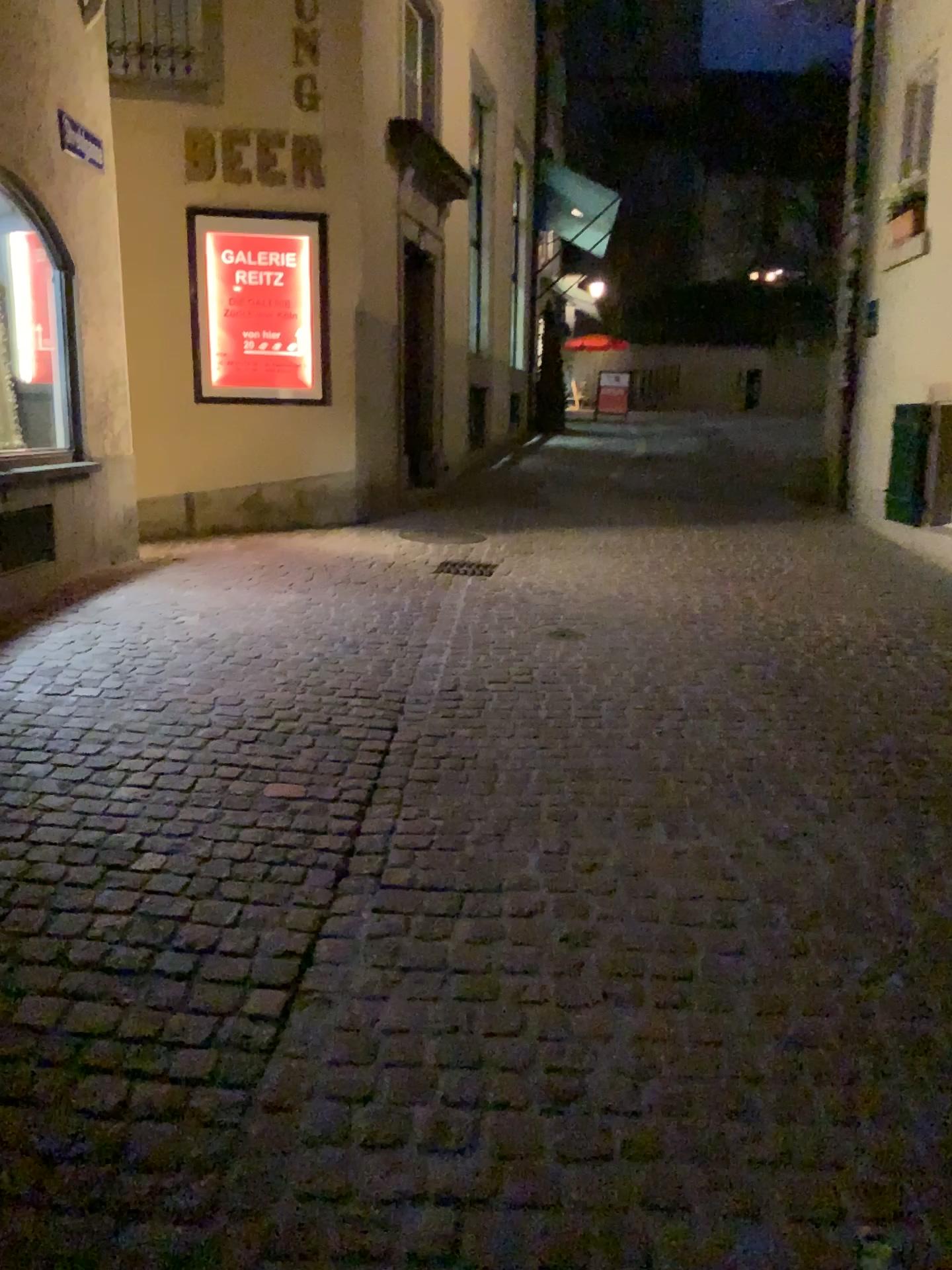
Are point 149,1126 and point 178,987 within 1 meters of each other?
yes
